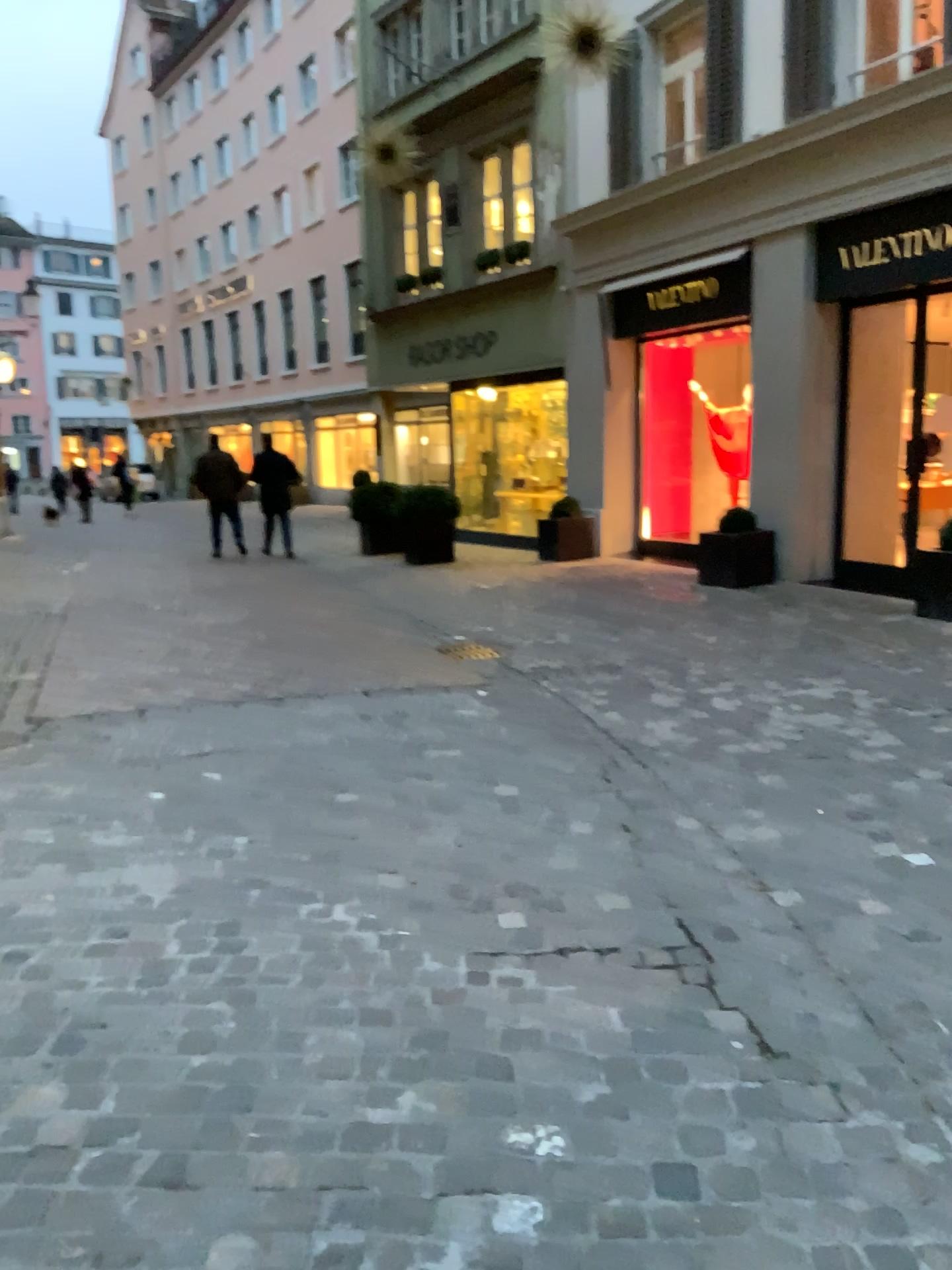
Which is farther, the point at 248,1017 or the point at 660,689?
the point at 660,689
